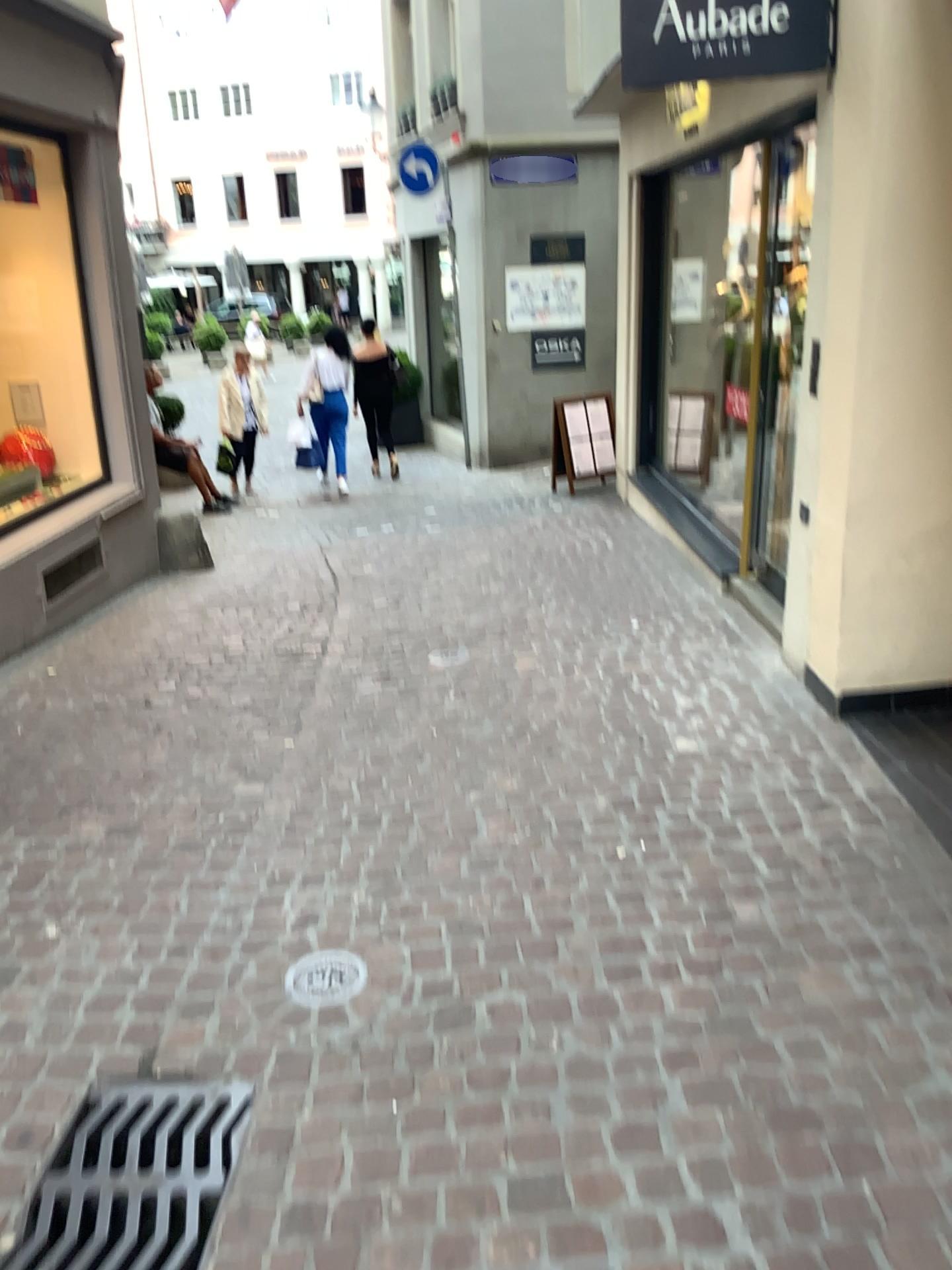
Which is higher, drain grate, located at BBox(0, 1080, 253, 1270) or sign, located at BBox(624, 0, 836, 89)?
sign, located at BBox(624, 0, 836, 89)

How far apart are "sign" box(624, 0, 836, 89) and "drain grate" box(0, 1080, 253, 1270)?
3.6 meters

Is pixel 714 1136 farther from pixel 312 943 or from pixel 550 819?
pixel 550 819

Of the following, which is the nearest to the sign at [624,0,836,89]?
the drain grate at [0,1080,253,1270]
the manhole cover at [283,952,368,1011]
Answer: the manhole cover at [283,952,368,1011]

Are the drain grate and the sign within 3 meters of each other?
no

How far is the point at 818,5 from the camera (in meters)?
3.65

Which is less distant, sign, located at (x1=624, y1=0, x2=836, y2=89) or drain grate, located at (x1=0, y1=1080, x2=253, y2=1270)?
drain grate, located at (x1=0, y1=1080, x2=253, y2=1270)

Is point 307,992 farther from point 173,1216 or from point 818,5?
point 818,5

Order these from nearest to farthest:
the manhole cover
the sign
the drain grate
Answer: the drain grate, the manhole cover, the sign

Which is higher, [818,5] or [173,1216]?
[818,5]
